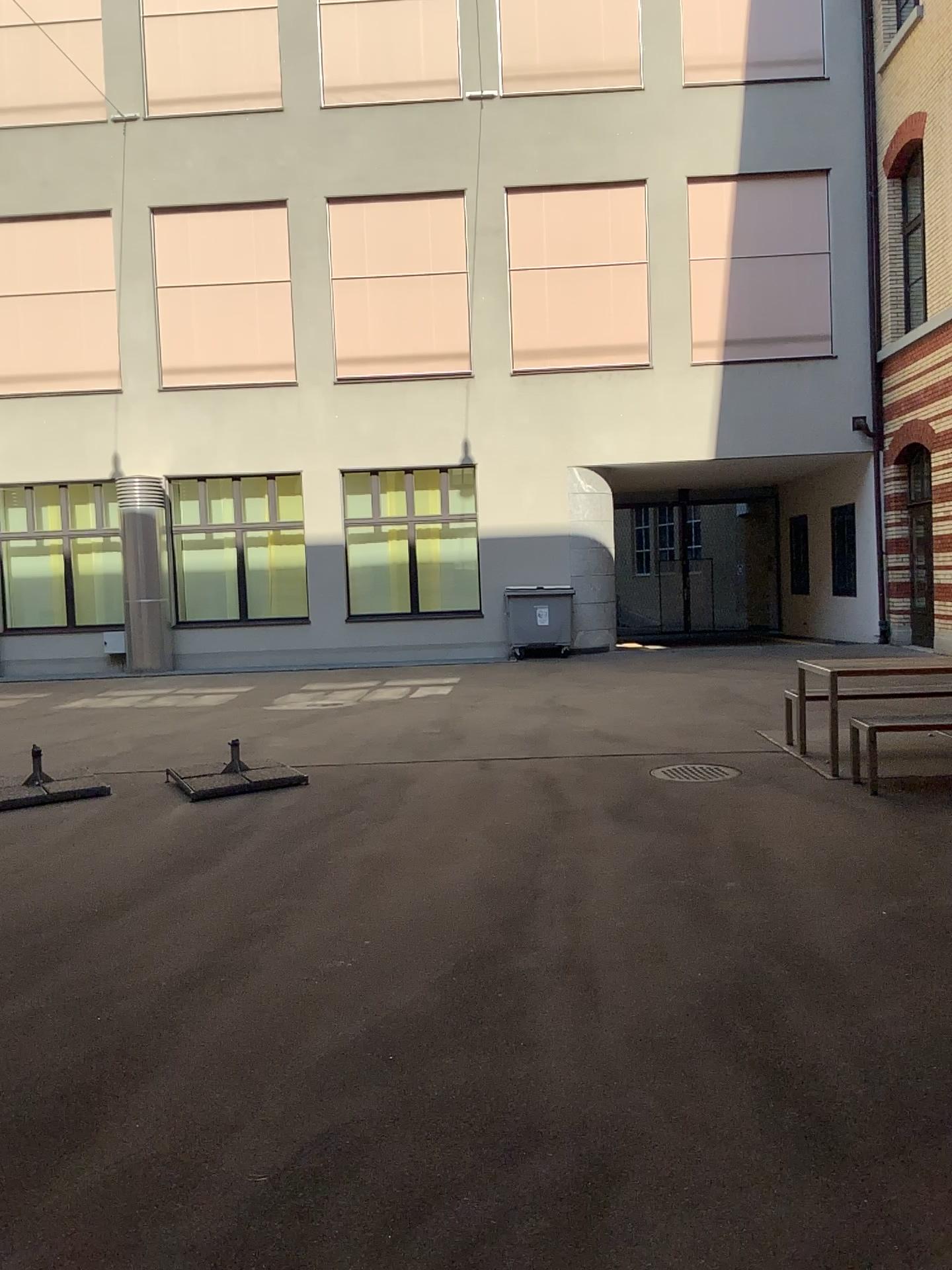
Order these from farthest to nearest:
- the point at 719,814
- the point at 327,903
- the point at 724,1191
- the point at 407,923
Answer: the point at 719,814 → the point at 327,903 → the point at 407,923 → the point at 724,1191
